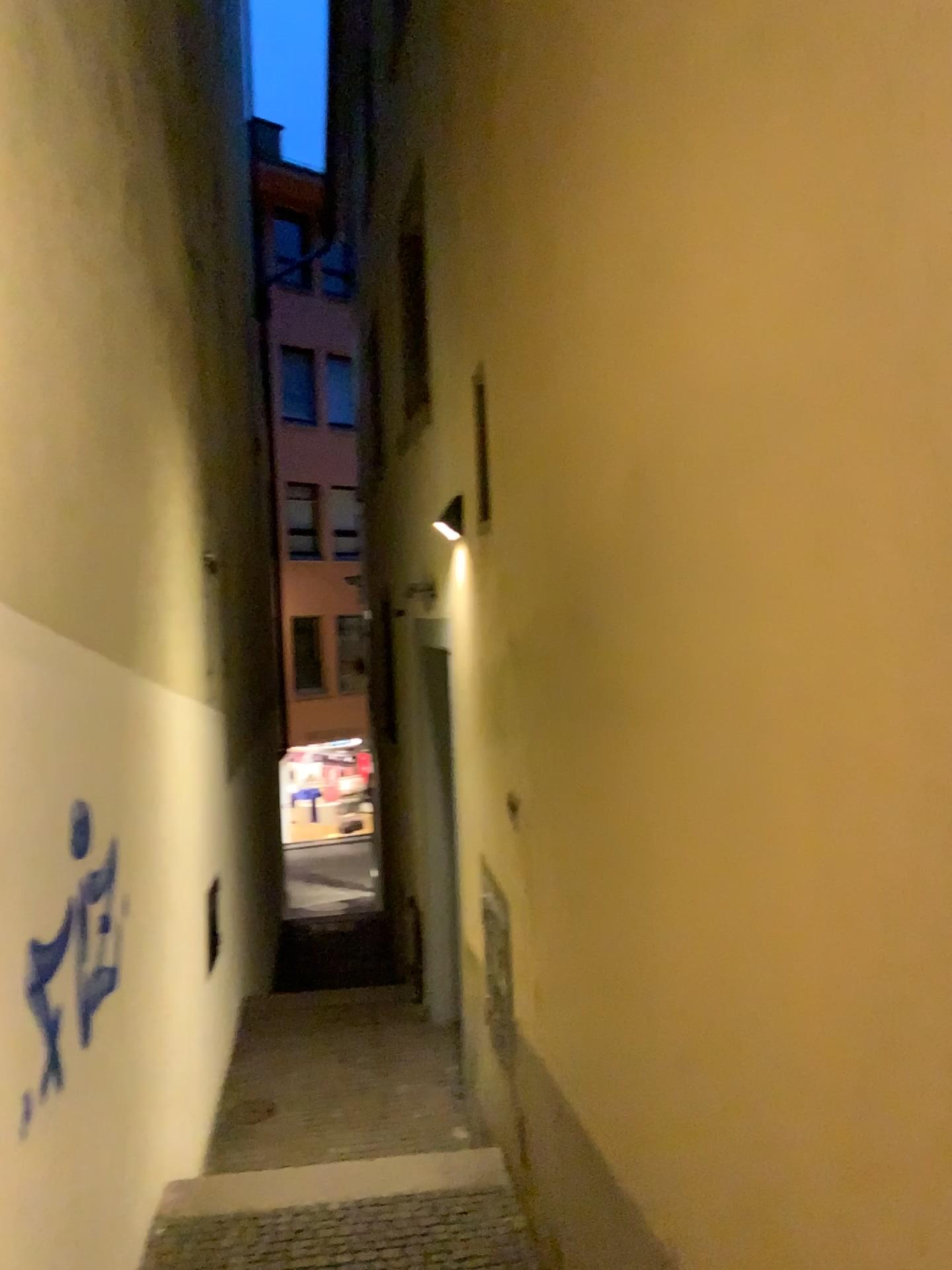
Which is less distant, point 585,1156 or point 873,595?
point 873,595
